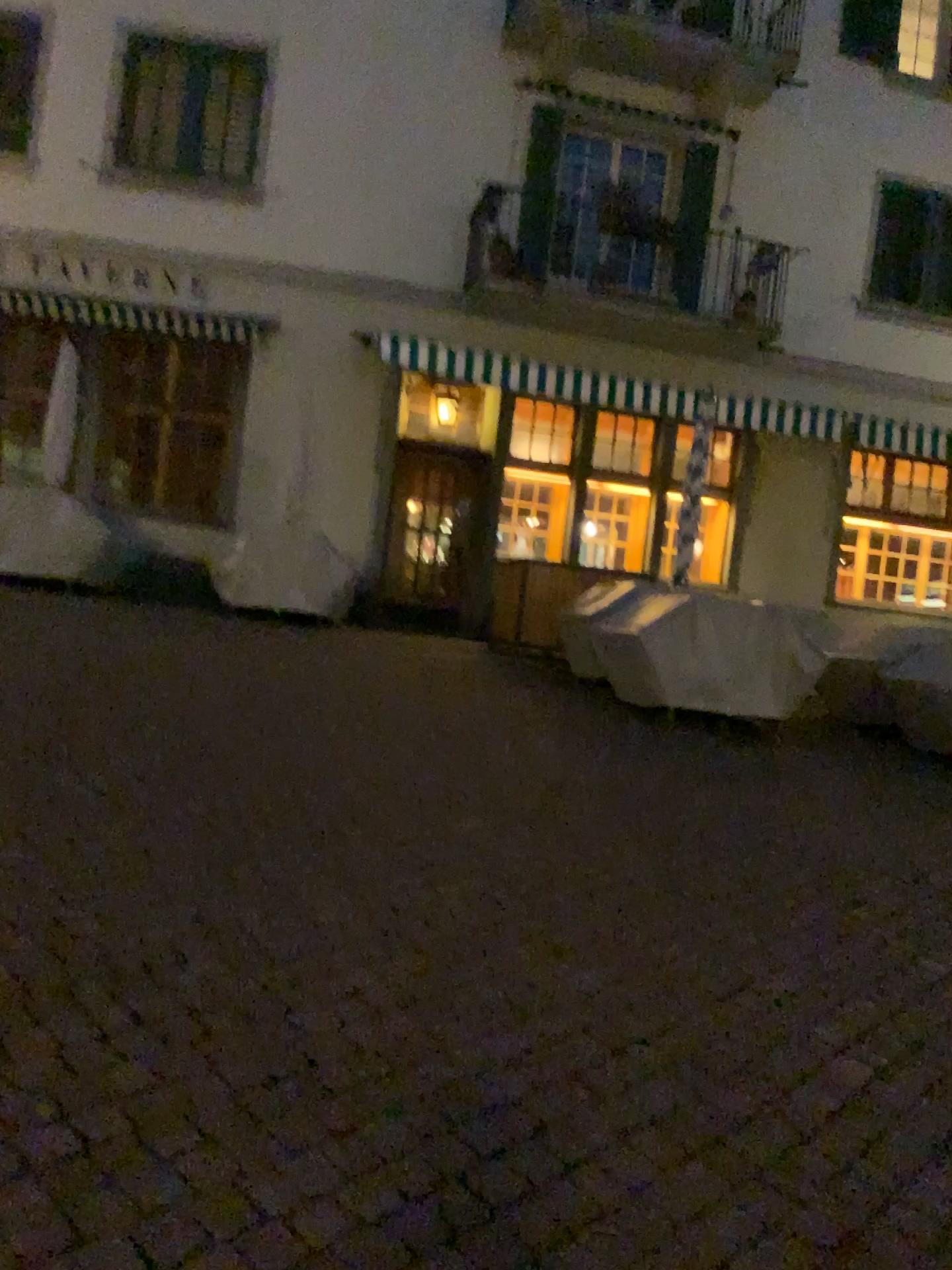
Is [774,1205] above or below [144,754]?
below
